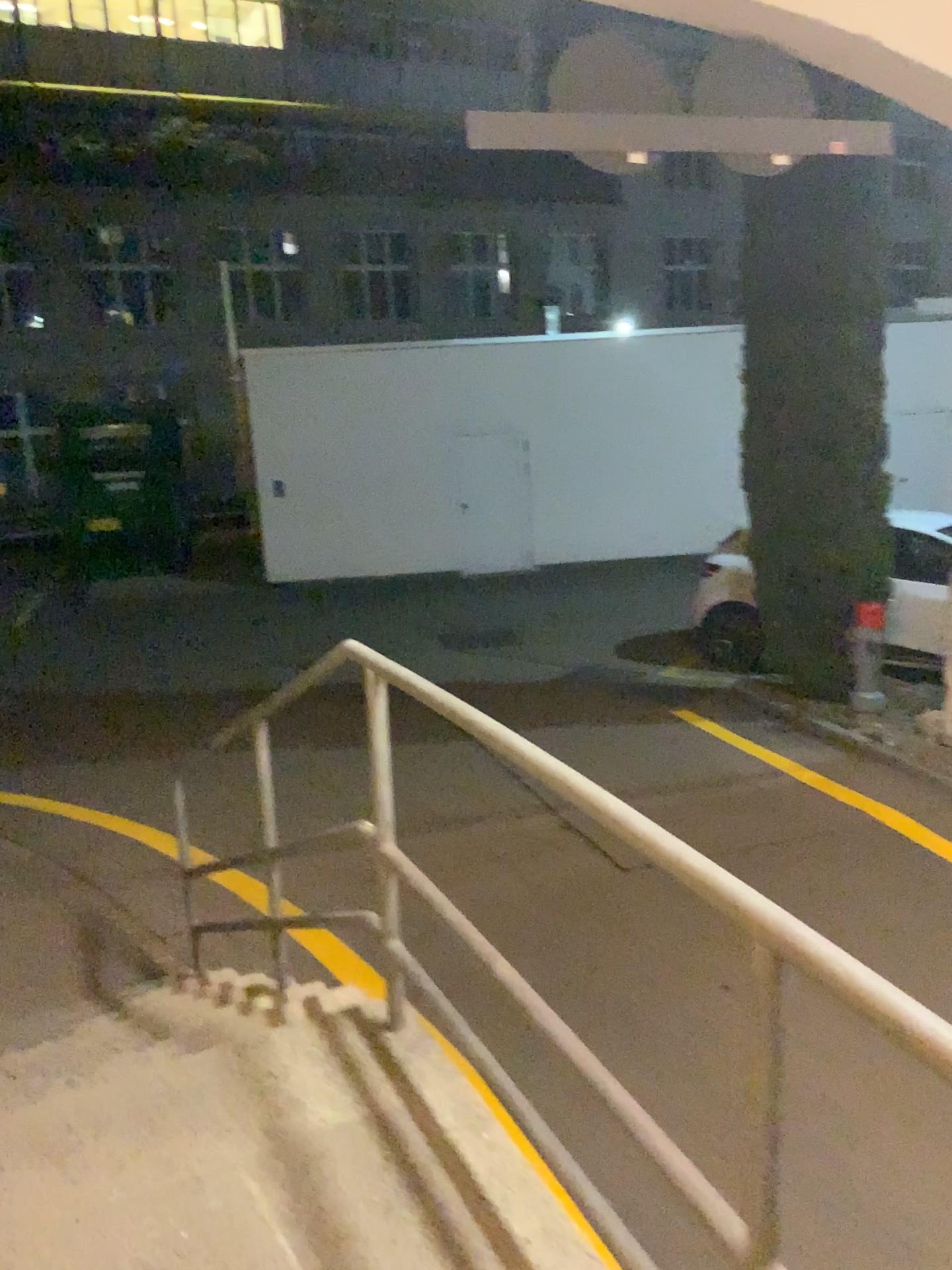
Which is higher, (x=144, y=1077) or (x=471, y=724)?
(x=471, y=724)
